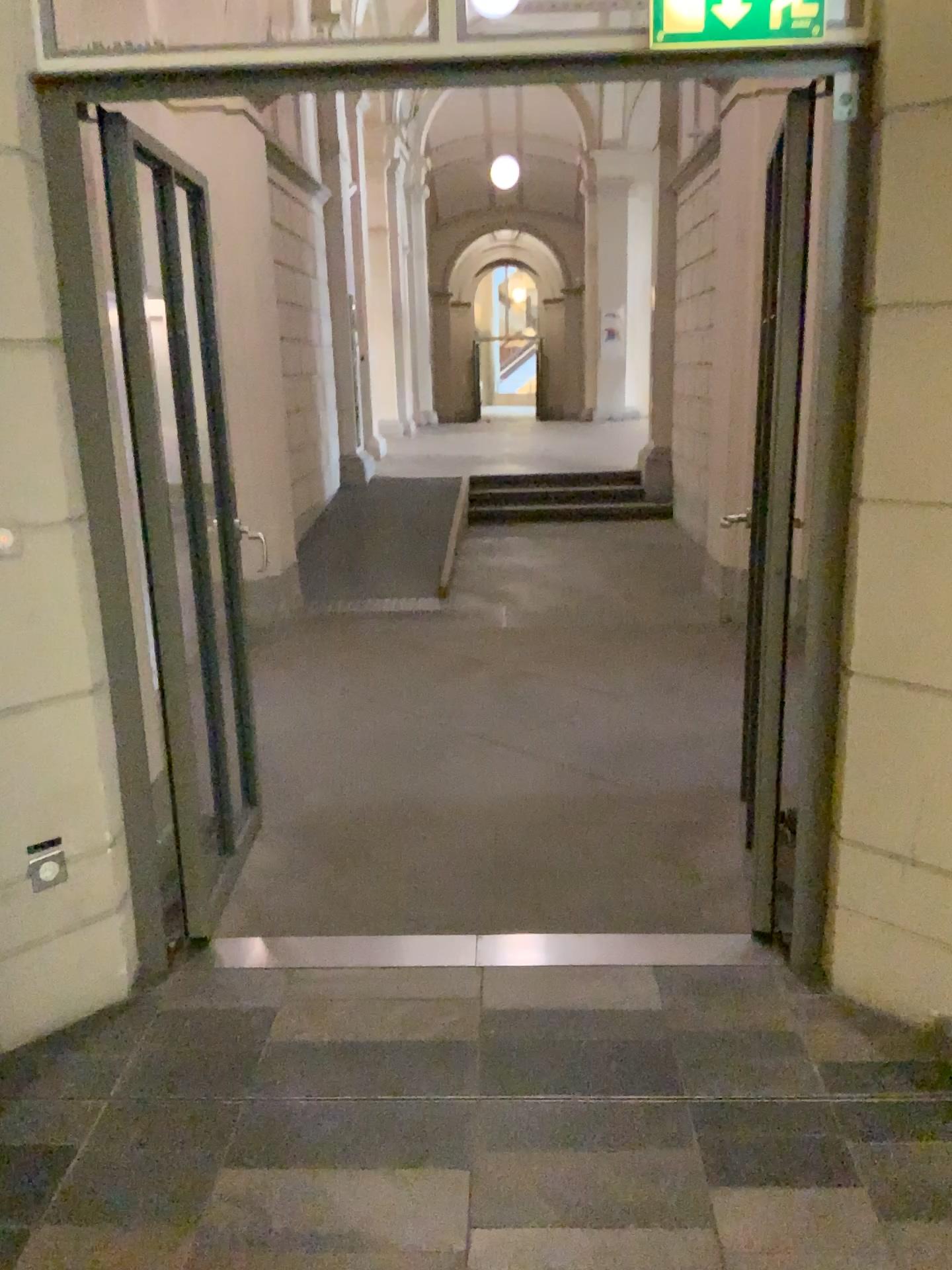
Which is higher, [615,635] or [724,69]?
[724,69]
